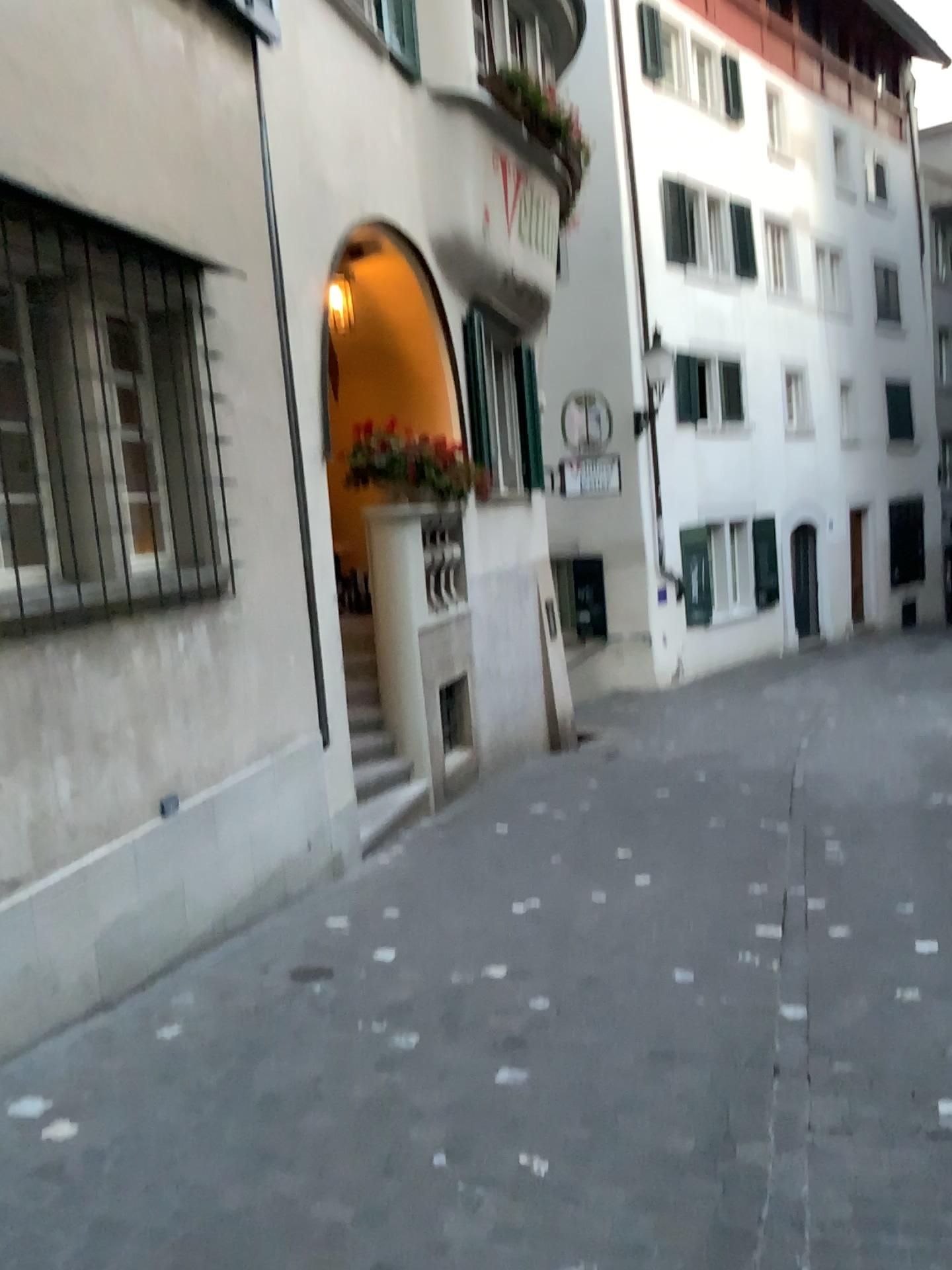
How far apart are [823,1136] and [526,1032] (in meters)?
1.11
